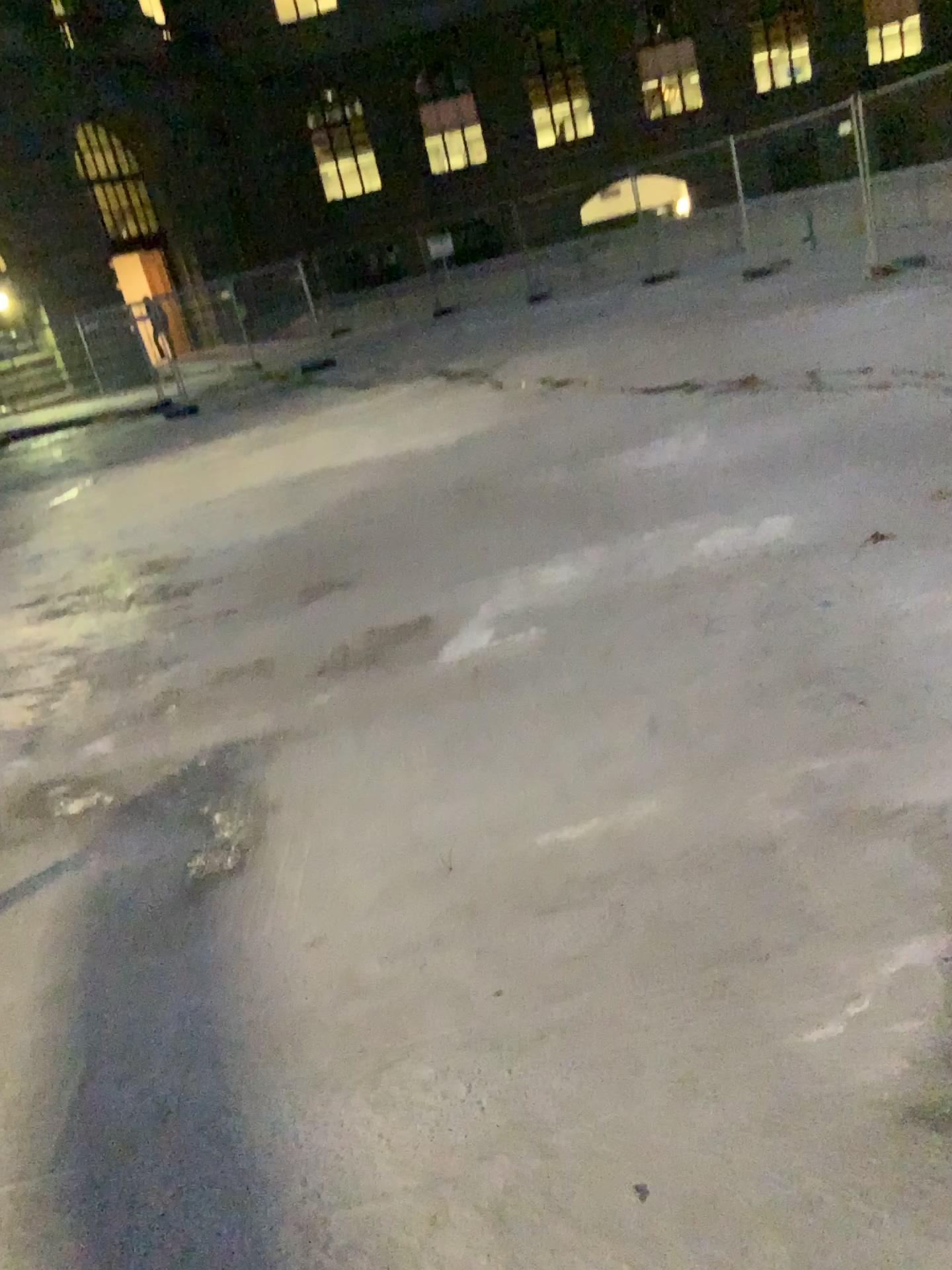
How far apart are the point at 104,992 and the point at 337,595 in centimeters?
320cm
